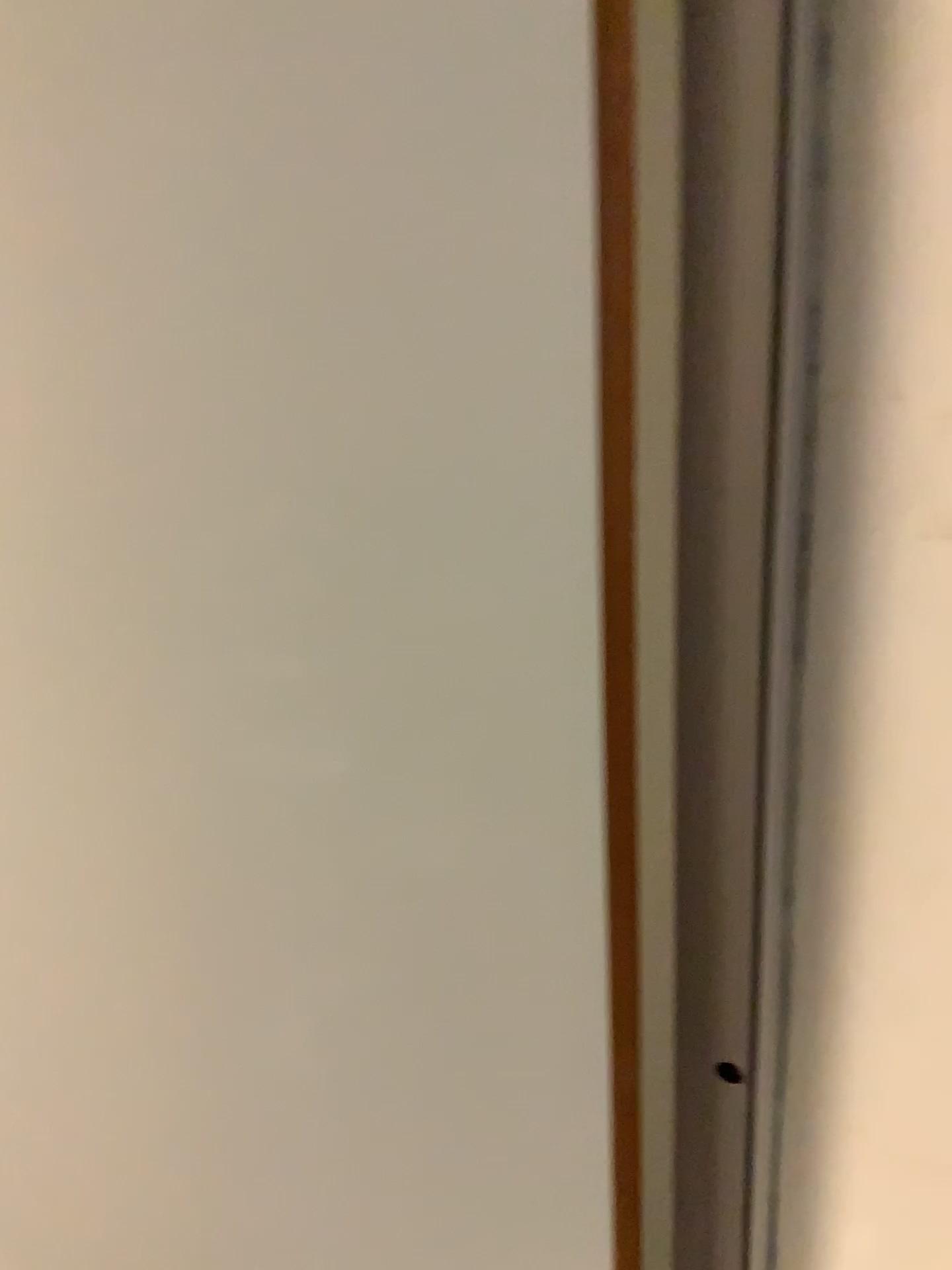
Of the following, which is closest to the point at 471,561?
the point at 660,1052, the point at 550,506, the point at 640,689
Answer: the point at 550,506
